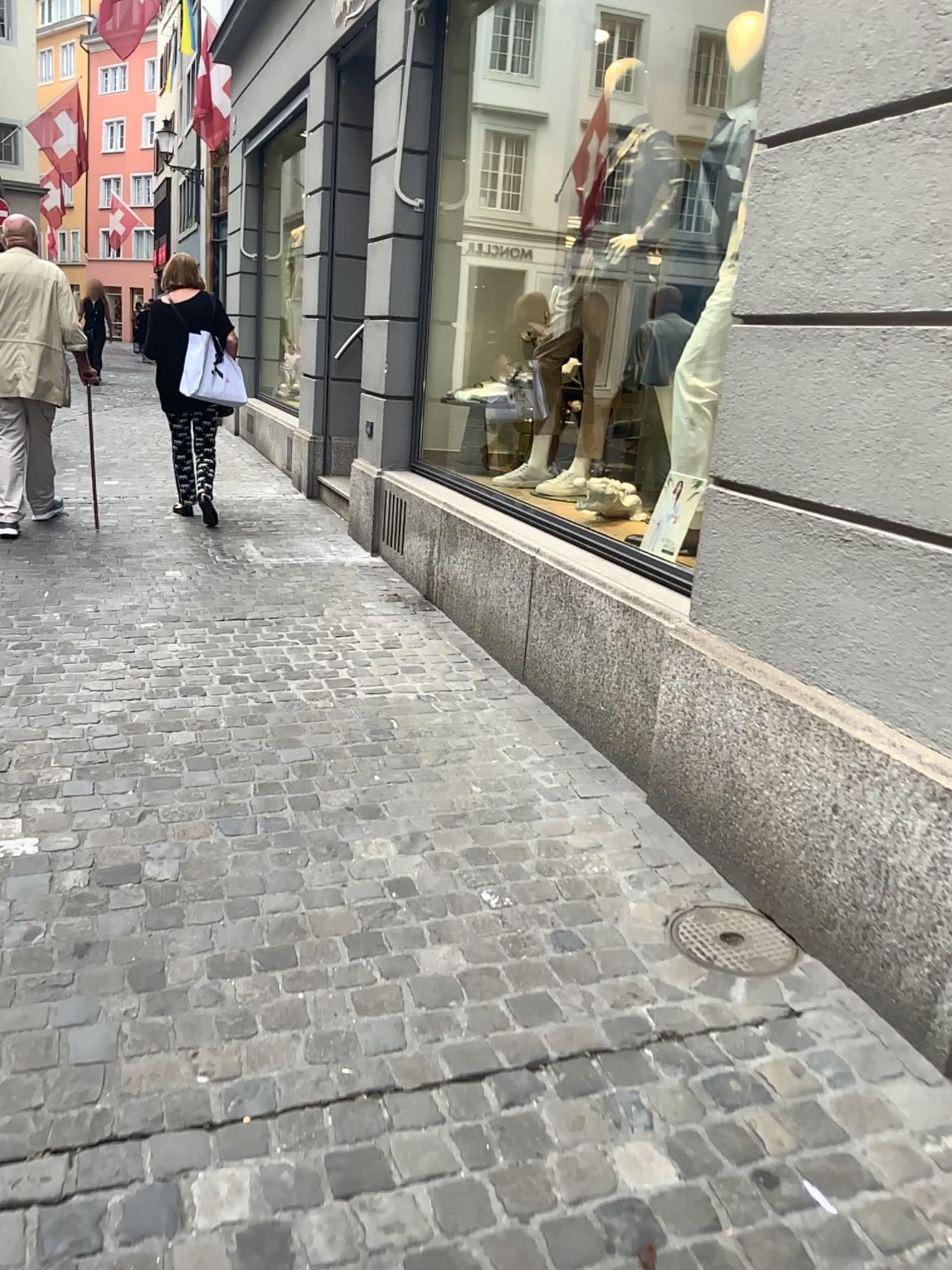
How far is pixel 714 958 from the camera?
2.3 meters

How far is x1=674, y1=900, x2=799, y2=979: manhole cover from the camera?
2.30m

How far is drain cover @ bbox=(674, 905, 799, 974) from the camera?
2.30m

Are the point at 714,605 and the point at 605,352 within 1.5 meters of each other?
no

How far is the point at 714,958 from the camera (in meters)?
2.30
